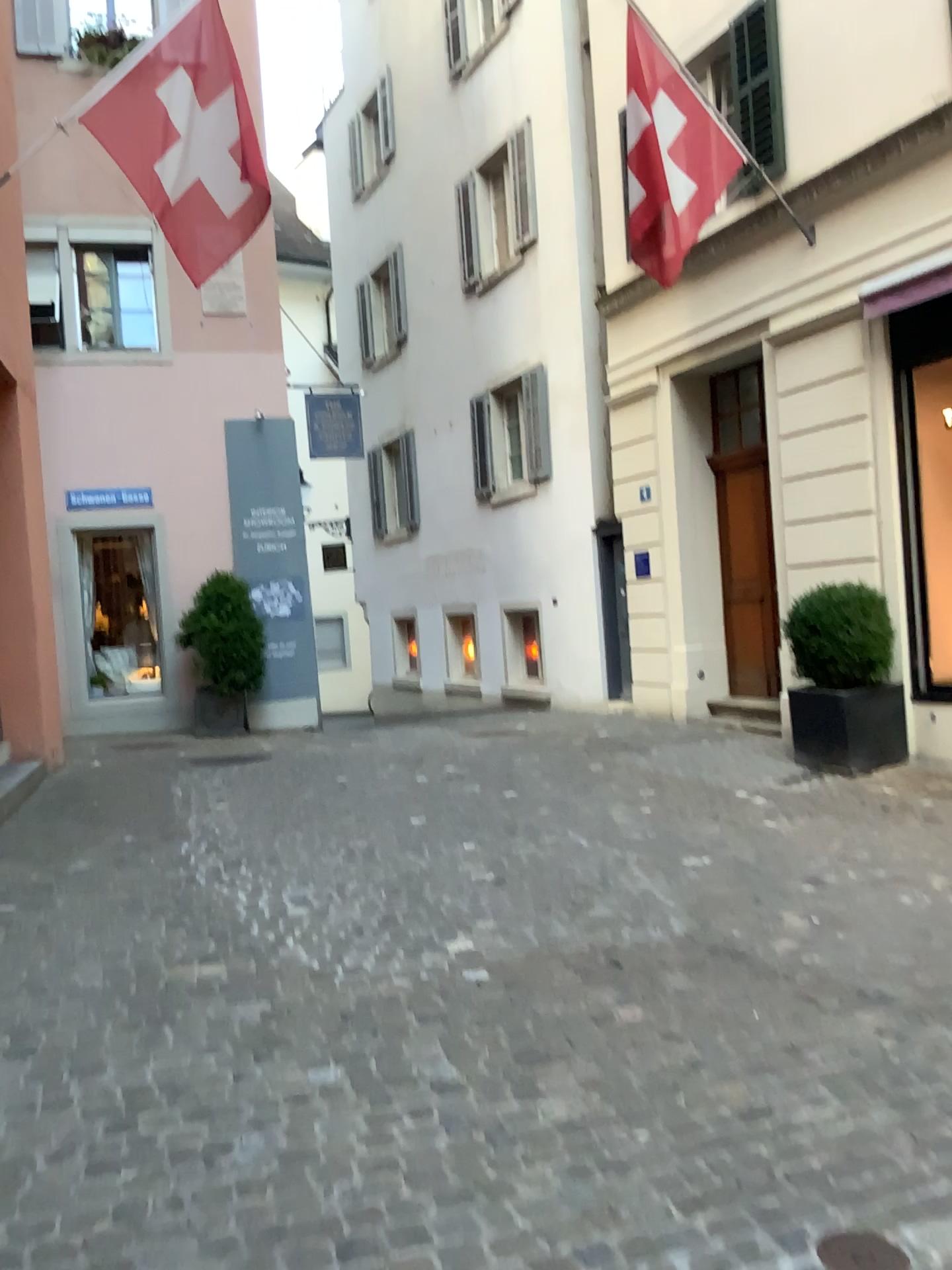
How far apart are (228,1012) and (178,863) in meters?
2.1
